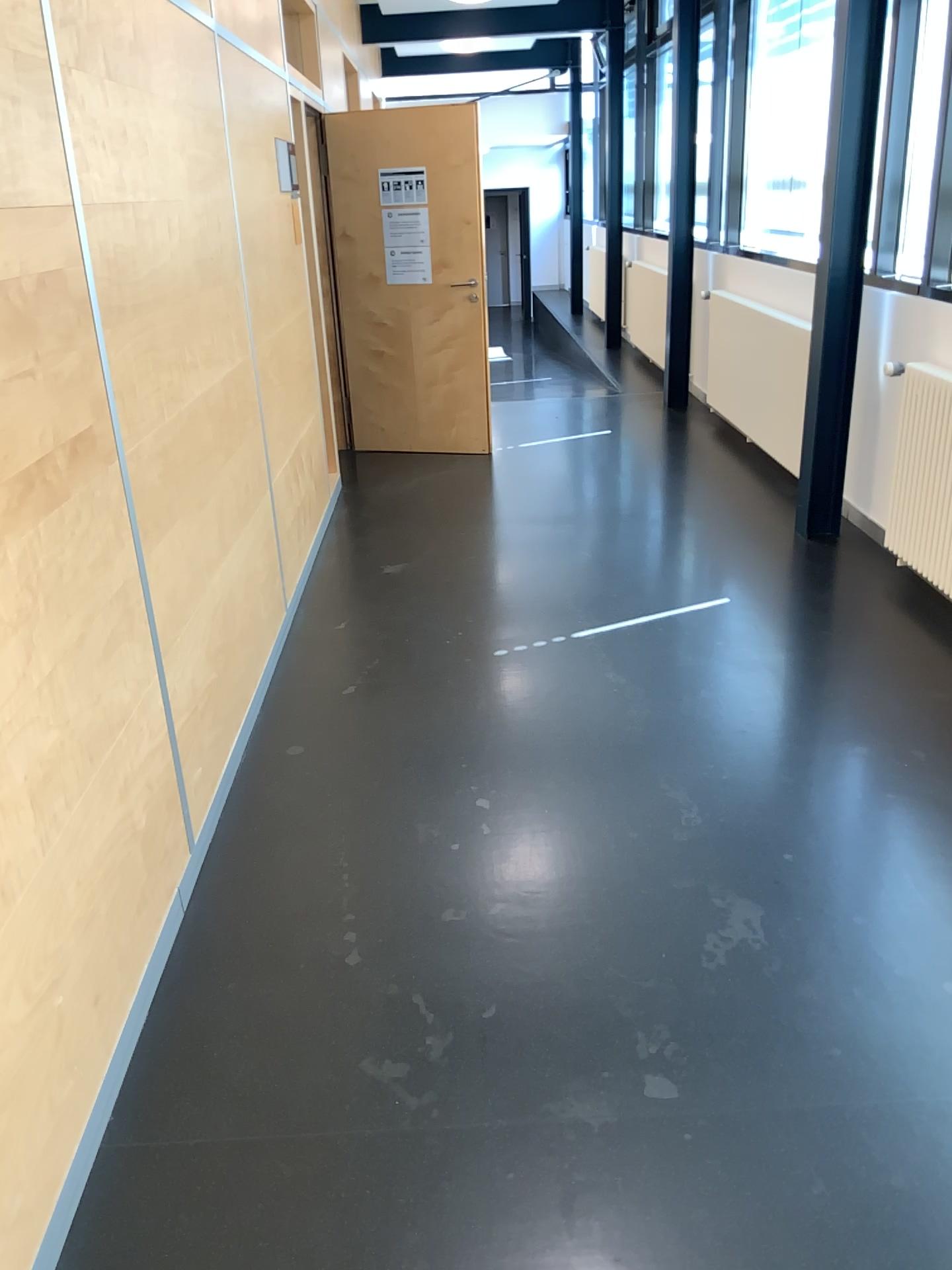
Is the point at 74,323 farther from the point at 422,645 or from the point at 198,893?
the point at 422,645
